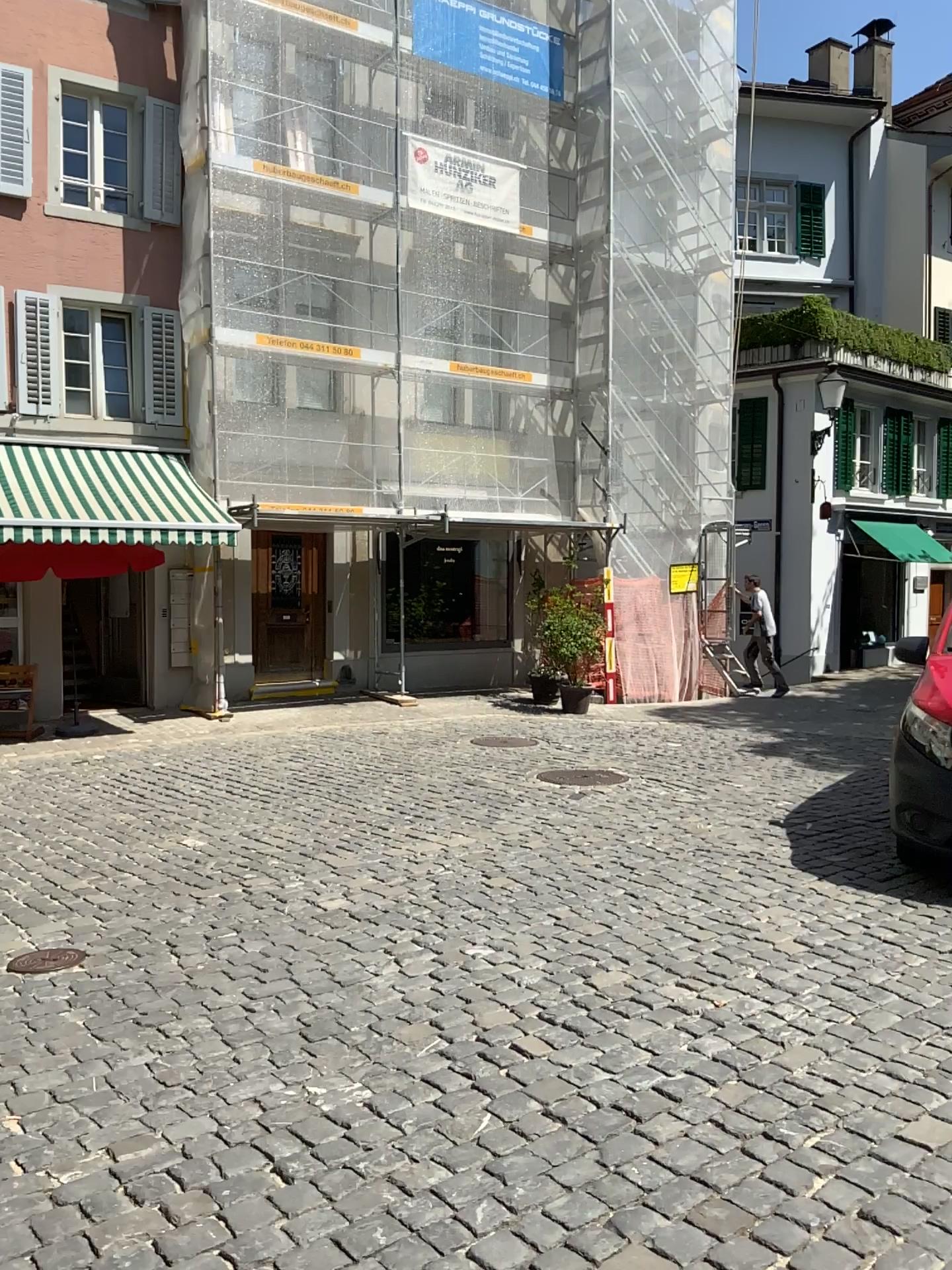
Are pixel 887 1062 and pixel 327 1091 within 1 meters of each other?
no
